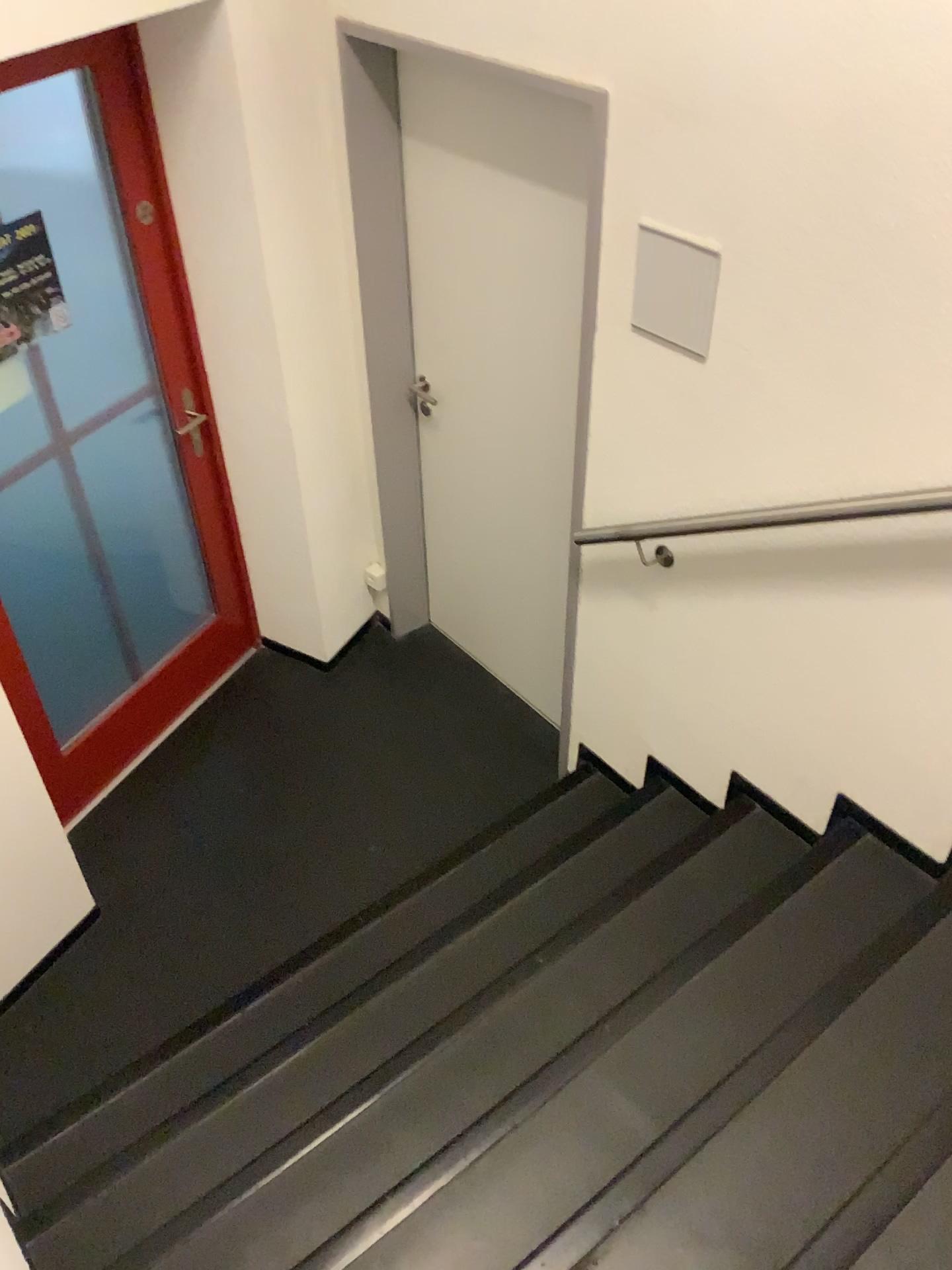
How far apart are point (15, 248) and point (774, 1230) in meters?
2.5

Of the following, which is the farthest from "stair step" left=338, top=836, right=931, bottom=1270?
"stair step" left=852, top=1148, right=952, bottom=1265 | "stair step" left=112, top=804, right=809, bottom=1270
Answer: "stair step" left=852, top=1148, right=952, bottom=1265

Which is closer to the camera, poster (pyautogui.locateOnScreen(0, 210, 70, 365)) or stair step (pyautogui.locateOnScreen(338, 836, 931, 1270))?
stair step (pyautogui.locateOnScreen(338, 836, 931, 1270))

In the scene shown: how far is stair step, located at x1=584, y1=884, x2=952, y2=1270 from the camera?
1.58m

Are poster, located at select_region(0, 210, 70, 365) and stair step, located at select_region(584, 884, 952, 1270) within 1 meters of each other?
no

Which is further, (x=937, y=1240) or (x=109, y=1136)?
(x=109, y=1136)

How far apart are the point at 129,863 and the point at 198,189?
1.9m

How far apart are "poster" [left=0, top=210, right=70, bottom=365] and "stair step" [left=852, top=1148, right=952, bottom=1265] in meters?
2.5

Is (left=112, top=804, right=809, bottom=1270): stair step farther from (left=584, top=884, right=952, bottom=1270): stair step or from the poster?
the poster

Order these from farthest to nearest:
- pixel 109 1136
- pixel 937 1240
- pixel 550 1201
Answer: pixel 109 1136 → pixel 550 1201 → pixel 937 1240
